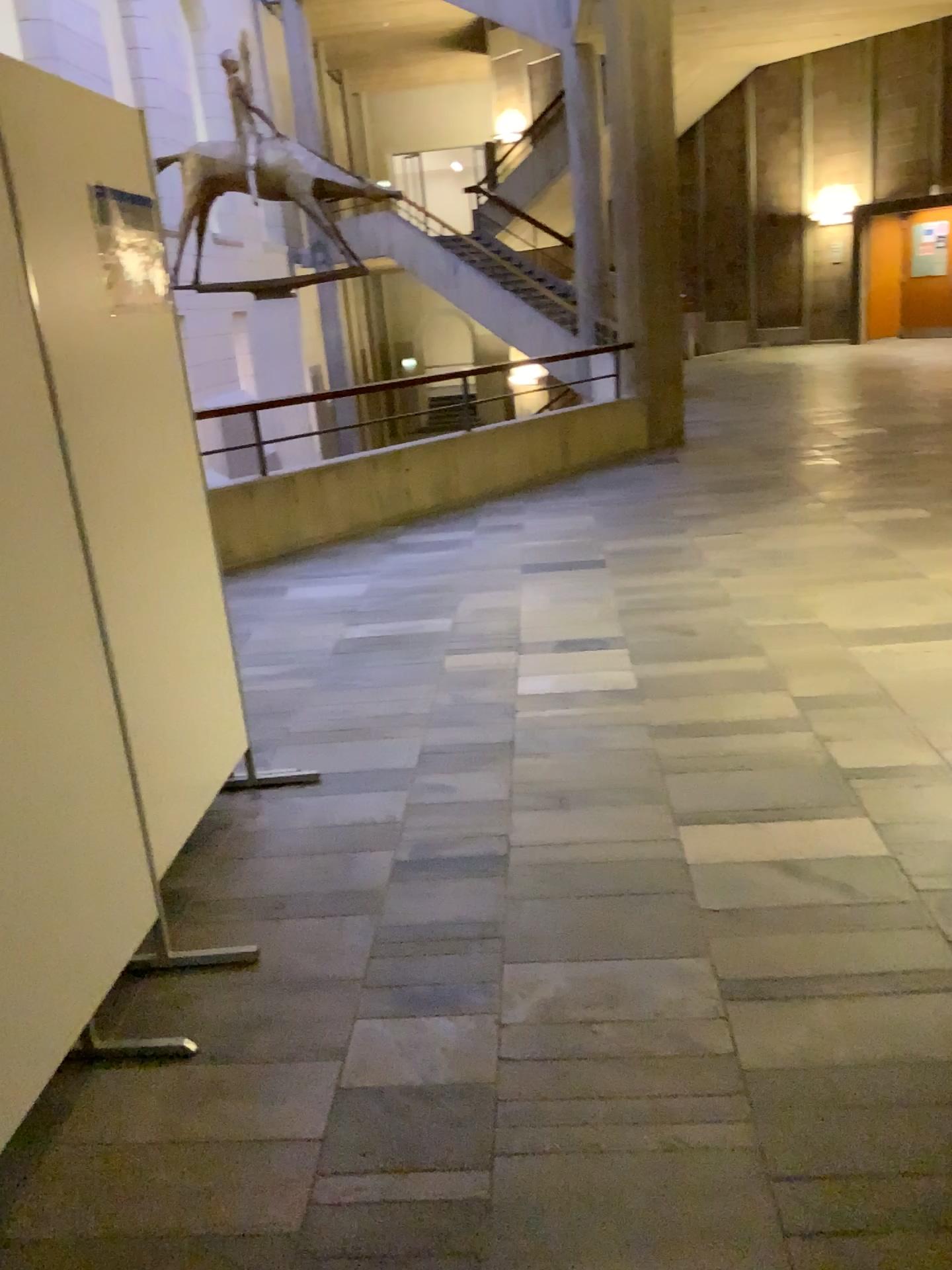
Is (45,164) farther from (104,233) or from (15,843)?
(15,843)

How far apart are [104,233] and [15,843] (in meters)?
1.48

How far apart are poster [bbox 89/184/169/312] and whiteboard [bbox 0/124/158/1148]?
0.5 meters

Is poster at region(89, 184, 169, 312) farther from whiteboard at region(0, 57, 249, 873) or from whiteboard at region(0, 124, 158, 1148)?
whiteboard at region(0, 124, 158, 1148)

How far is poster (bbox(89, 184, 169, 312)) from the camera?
2.5m

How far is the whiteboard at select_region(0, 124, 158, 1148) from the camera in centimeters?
183cm

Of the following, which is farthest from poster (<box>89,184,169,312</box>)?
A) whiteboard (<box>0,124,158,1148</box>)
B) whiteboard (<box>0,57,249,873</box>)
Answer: whiteboard (<box>0,124,158,1148</box>)

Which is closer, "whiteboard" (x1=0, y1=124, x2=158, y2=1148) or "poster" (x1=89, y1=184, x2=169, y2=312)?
"whiteboard" (x1=0, y1=124, x2=158, y2=1148)

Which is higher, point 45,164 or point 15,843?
point 45,164

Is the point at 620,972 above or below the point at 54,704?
below
